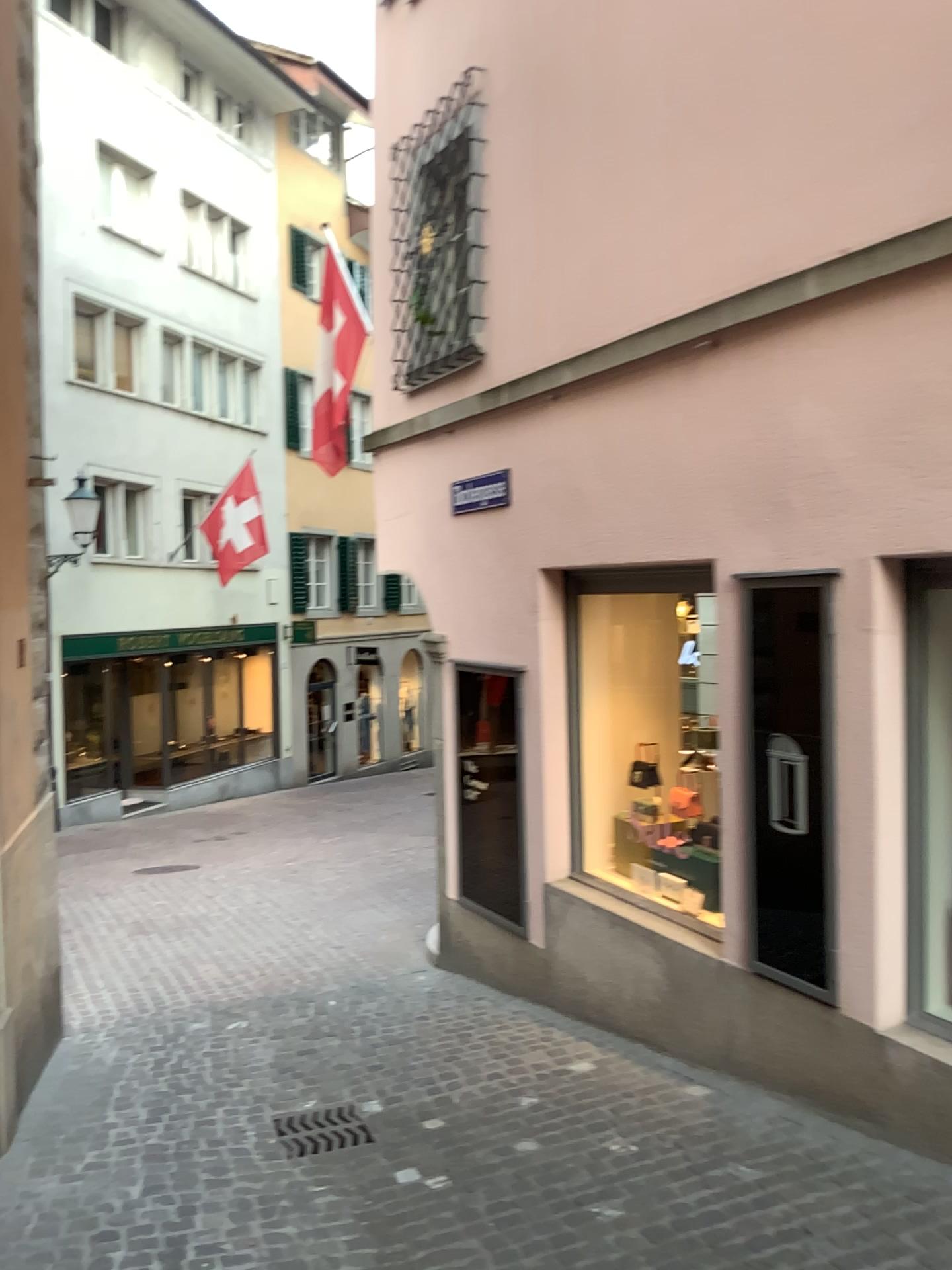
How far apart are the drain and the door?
1.78m

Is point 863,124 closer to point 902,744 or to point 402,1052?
point 902,744

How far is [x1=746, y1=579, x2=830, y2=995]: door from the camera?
4.1 meters

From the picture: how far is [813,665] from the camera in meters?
4.1 m

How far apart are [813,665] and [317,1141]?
2.73m

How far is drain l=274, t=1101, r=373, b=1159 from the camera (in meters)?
4.23

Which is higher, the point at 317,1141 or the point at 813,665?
the point at 813,665

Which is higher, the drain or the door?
the door
